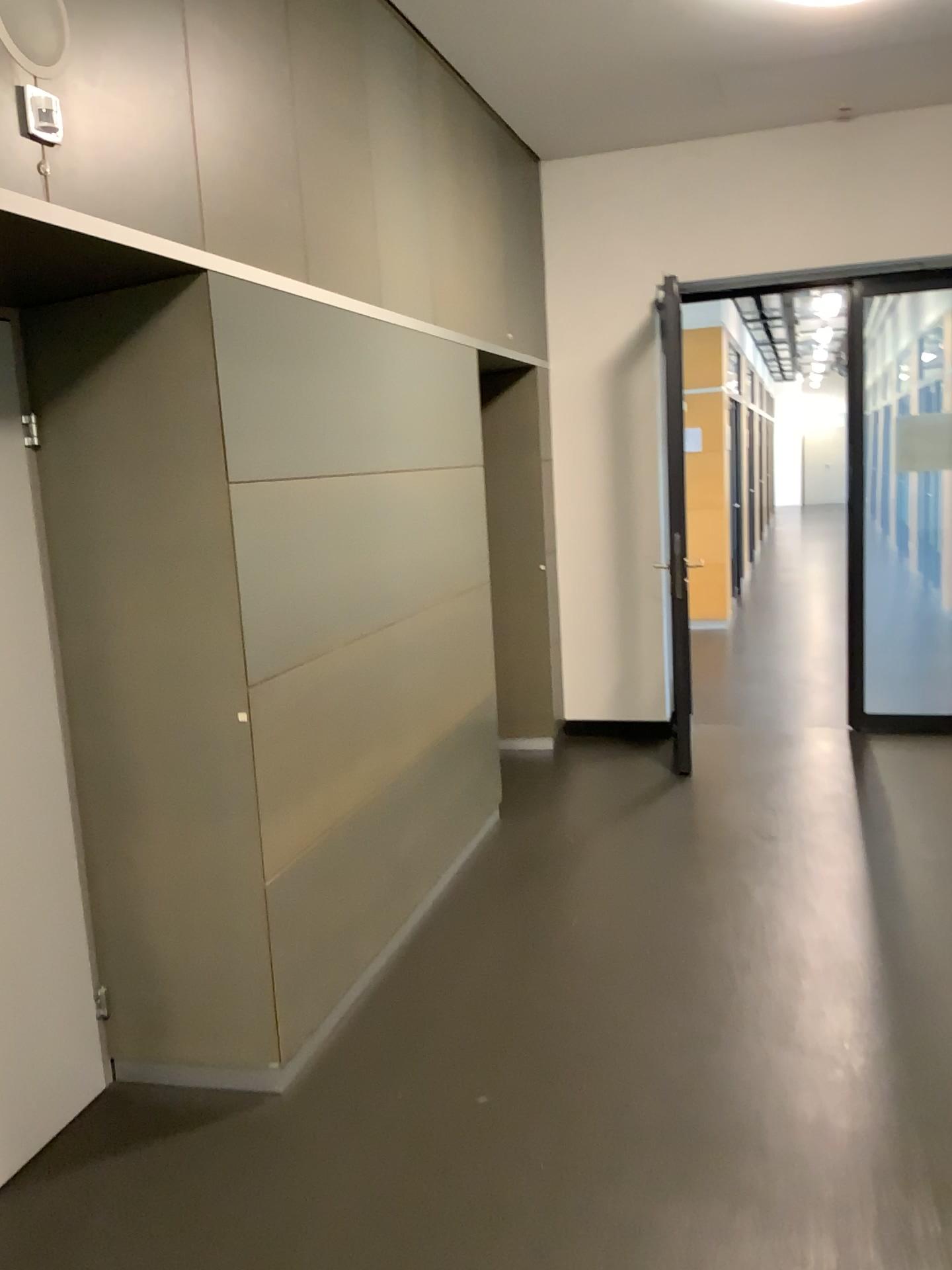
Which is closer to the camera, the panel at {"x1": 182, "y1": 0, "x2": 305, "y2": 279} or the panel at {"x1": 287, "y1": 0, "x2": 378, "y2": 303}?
the panel at {"x1": 182, "y1": 0, "x2": 305, "y2": 279}

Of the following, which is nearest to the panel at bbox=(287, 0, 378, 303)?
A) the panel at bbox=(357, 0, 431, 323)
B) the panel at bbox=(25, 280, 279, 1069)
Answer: the panel at bbox=(357, 0, 431, 323)

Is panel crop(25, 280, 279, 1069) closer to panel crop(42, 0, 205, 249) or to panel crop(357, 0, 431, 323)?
panel crop(42, 0, 205, 249)

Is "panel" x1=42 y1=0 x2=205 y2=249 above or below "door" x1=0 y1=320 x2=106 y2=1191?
above

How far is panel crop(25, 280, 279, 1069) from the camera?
2.55m

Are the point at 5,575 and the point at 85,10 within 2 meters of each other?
yes

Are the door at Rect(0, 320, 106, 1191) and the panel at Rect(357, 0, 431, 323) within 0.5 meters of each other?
no

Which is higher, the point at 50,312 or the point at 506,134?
the point at 506,134

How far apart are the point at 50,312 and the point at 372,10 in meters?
1.8 m

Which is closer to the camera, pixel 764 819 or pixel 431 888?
pixel 431 888
